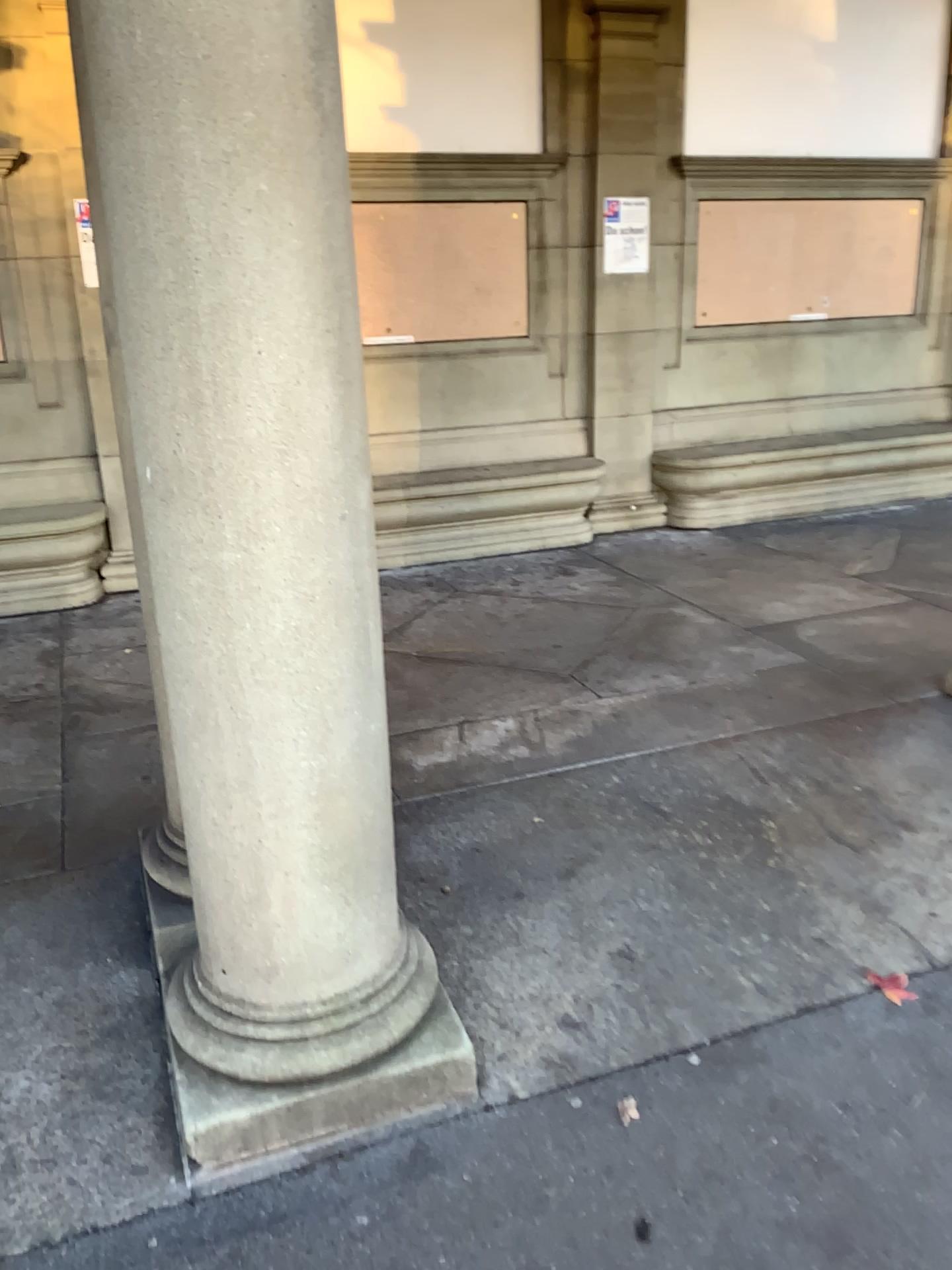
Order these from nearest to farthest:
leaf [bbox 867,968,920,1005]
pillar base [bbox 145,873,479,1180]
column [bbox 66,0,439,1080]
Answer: column [bbox 66,0,439,1080] < pillar base [bbox 145,873,479,1180] < leaf [bbox 867,968,920,1005]

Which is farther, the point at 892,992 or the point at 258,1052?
the point at 892,992

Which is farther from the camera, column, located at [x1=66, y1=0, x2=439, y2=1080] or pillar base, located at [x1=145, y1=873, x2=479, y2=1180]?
pillar base, located at [x1=145, y1=873, x2=479, y2=1180]

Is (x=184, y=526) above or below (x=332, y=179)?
below

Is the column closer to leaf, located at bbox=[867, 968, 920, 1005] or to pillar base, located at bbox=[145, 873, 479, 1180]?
pillar base, located at bbox=[145, 873, 479, 1180]

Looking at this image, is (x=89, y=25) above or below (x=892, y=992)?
above

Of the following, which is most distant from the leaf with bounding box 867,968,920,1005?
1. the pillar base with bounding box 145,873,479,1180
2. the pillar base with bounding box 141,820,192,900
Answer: the pillar base with bounding box 141,820,192,900

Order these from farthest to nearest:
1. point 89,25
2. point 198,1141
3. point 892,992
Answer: point 892,992, point 198,1141, point 89,25

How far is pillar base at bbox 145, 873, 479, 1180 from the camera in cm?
200

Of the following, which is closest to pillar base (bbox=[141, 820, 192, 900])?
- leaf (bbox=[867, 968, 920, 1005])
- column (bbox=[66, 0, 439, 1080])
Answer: column (bbox=[66, 0, 439, 1080])
